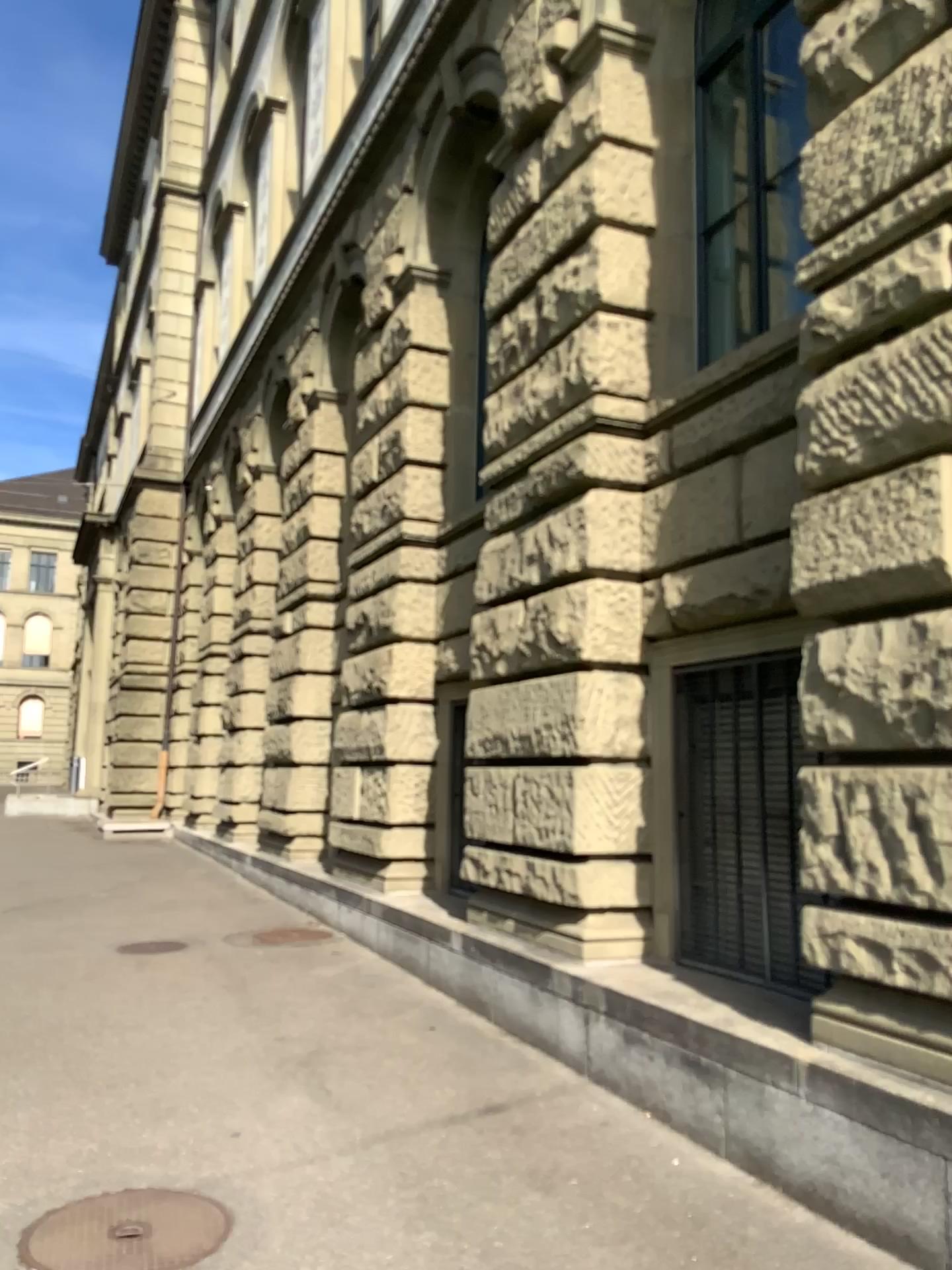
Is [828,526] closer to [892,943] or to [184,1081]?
[892,943]
